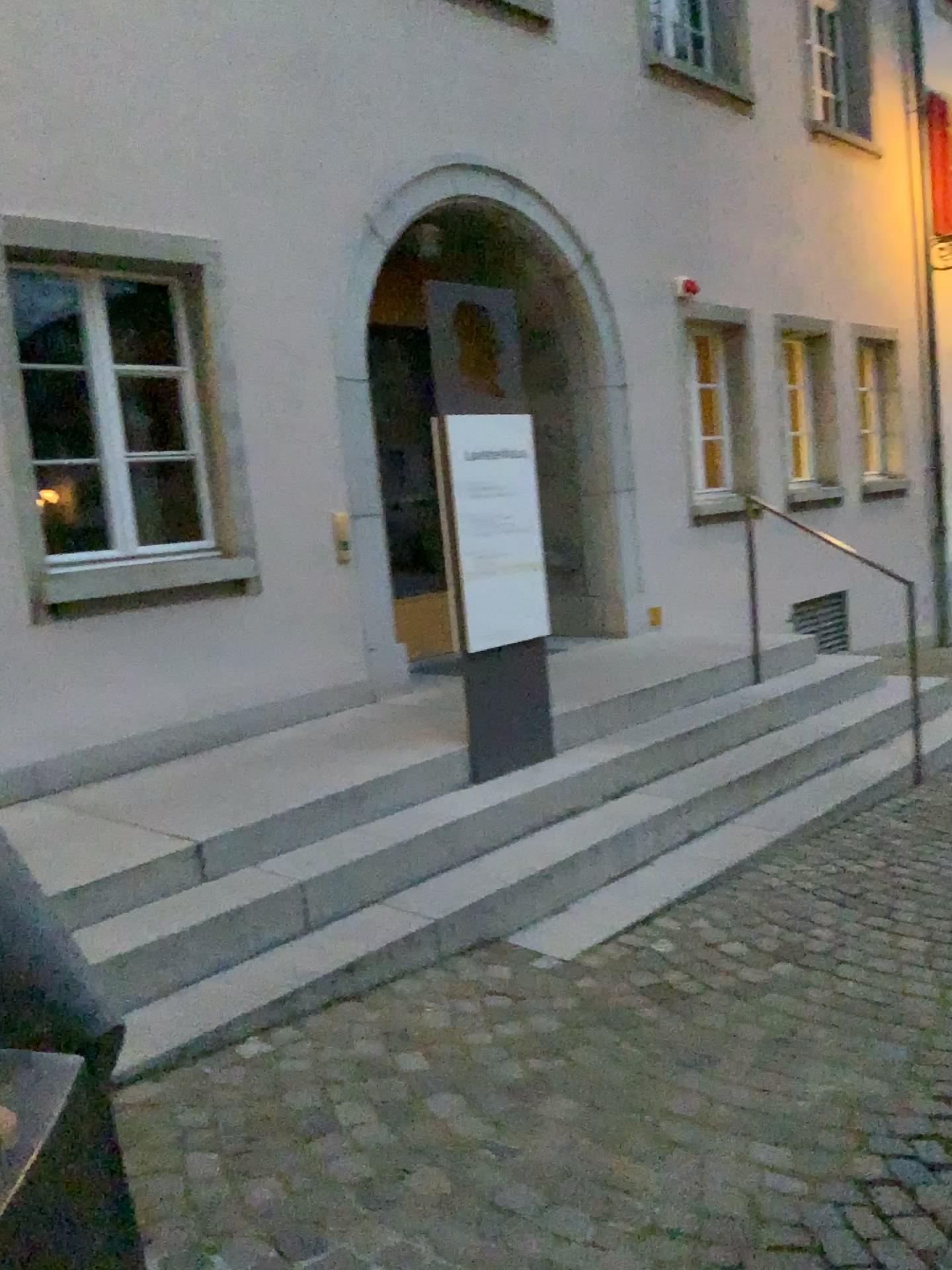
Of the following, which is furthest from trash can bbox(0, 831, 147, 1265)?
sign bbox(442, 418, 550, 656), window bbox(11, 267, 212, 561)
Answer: window bbox(11, 267, 212, 561)

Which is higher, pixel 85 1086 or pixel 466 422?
pixel 466 422

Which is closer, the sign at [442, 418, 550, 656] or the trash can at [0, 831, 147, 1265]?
the trash can at [0, 831, 147, 1265]

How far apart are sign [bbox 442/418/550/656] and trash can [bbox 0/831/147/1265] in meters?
3.1

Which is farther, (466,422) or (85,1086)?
(466,422)

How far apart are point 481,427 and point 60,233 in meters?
1.9

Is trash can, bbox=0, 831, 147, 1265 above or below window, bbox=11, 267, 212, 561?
below

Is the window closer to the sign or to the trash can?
A: the sign

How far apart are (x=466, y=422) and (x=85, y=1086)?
3.40m

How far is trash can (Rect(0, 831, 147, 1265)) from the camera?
1.1m
